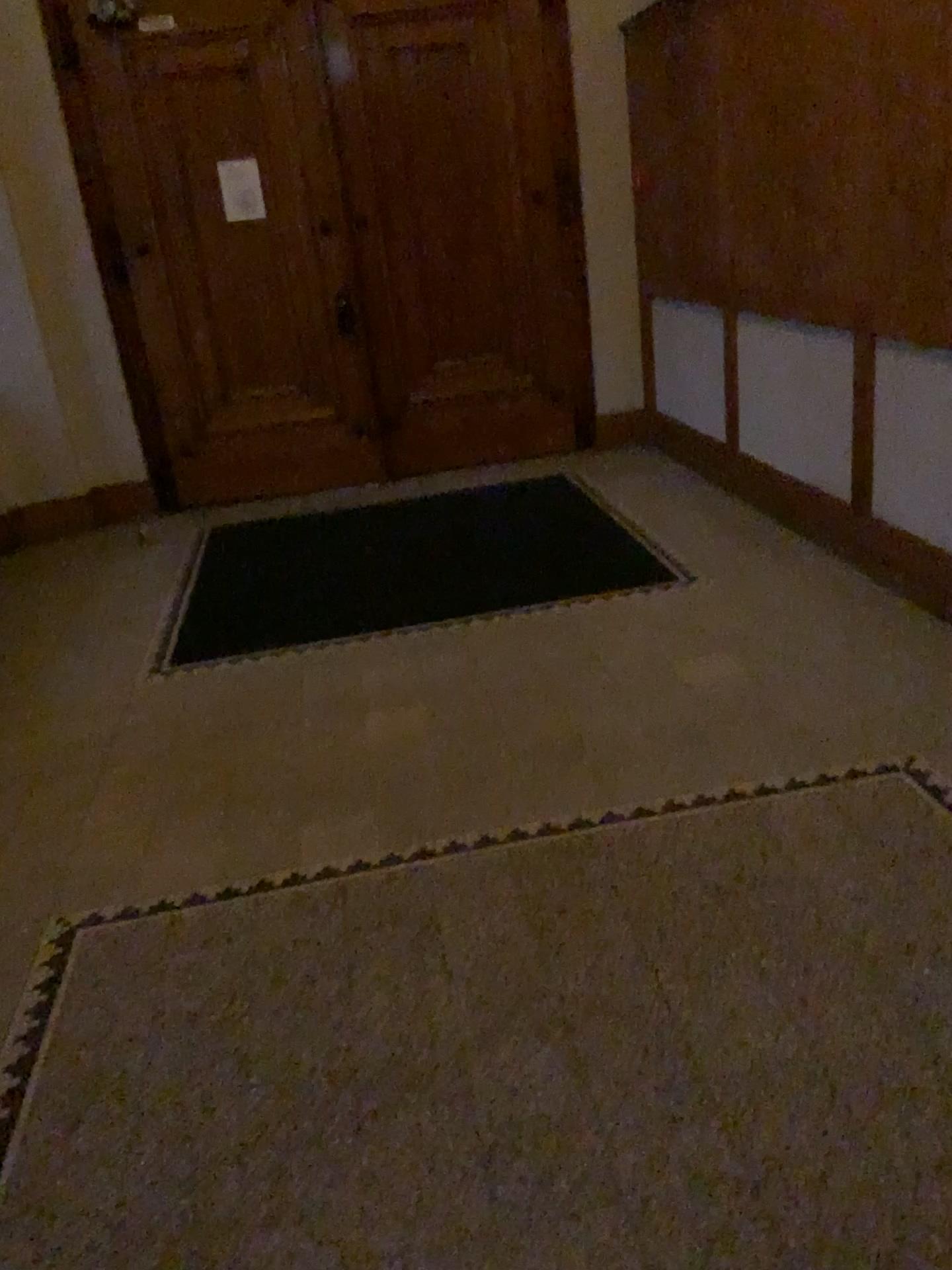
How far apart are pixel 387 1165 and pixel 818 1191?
0.7m
